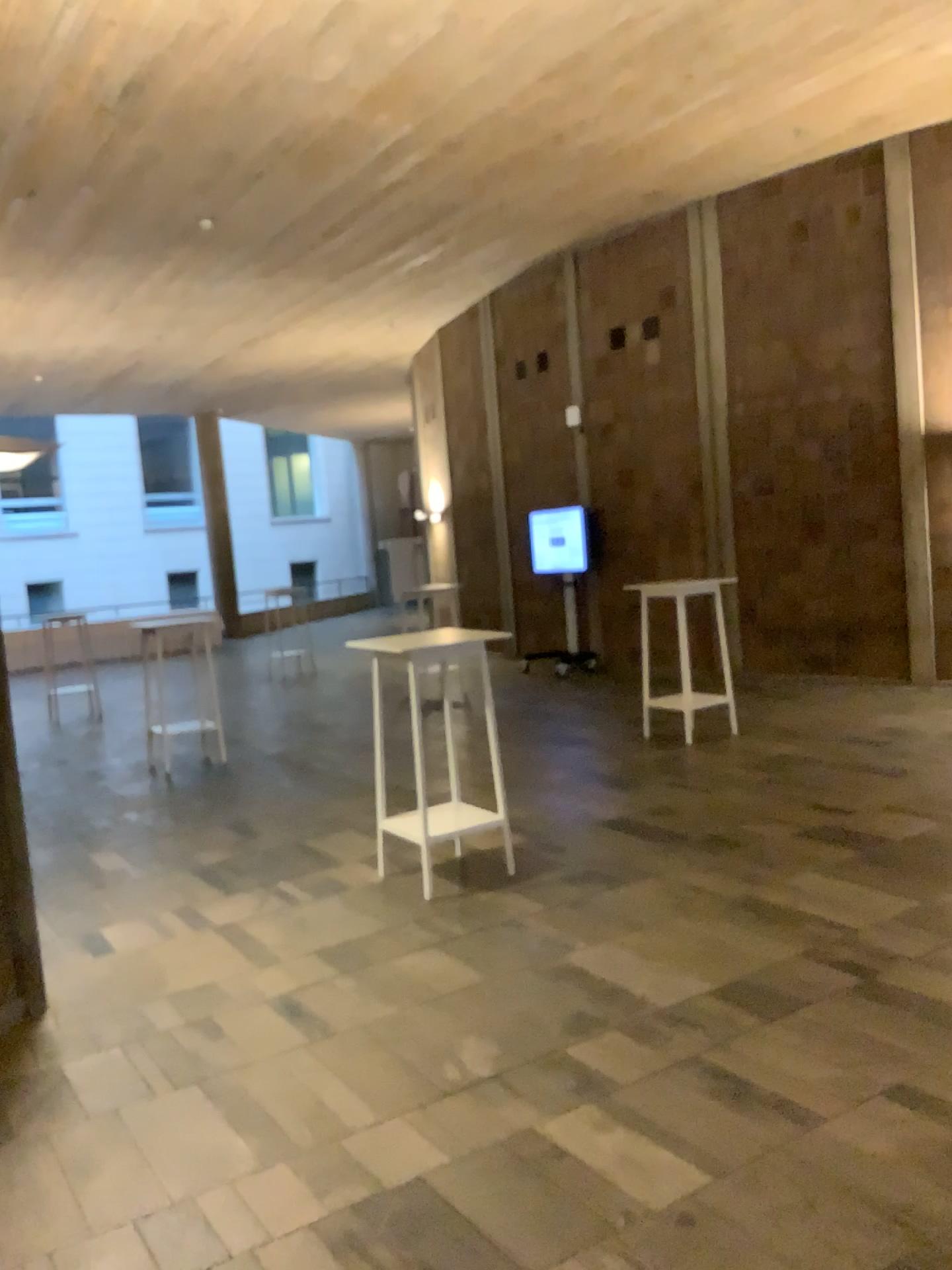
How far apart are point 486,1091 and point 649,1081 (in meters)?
0.48
